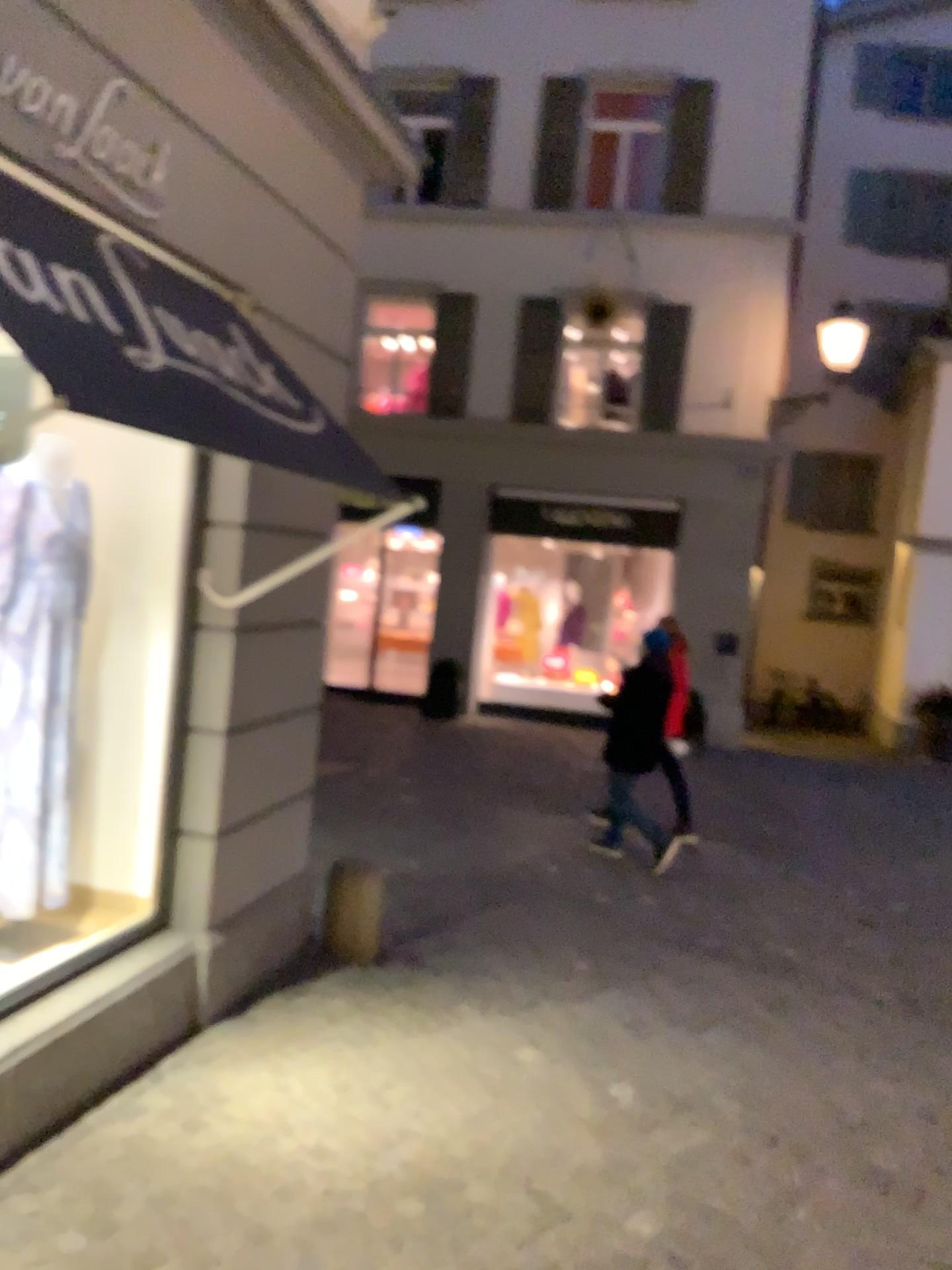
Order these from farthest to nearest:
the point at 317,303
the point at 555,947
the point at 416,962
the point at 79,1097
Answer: the point at 555,947 < the point at 416,962 < the point at 317,303 < the point at 79,1097

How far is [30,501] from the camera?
3.6 meters

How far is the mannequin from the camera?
3.6m
